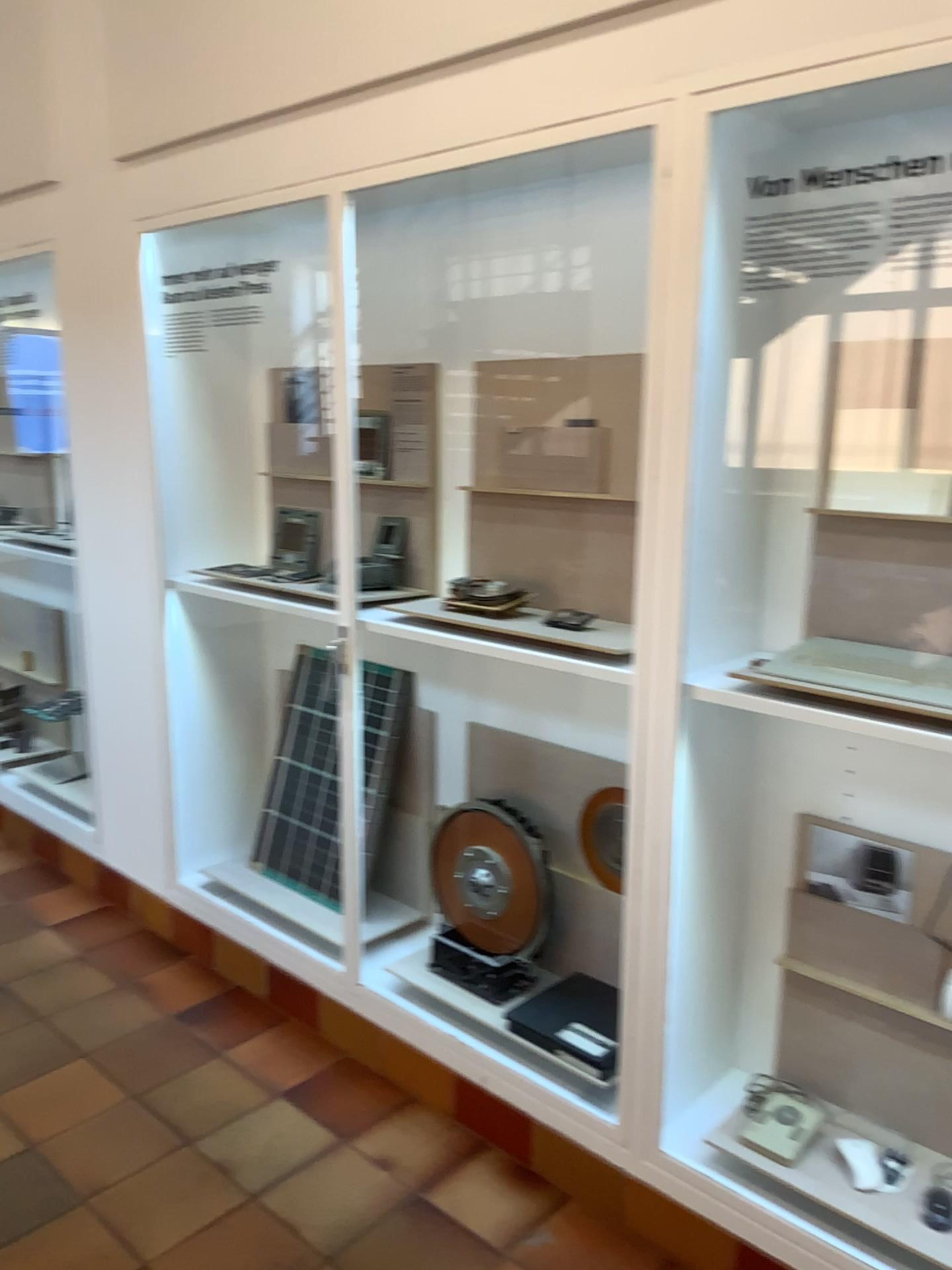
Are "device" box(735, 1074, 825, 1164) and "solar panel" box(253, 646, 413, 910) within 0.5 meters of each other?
no

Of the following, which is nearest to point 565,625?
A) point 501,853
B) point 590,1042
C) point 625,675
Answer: point 625,675

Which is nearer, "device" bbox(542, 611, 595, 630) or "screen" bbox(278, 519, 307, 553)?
"device" bbox(542, 611, 595, 630)

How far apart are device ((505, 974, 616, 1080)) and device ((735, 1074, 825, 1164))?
0.3 meters

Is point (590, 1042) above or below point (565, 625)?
below

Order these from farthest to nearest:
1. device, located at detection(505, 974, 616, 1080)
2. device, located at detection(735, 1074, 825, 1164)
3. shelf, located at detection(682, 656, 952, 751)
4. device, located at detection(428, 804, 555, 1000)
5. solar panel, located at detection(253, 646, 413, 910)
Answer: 1. solar panel, located at detection(253, 646, 413, 910)
2. device, located at detection(428, 804, 555, 1000)
3. device, located at detection(505, 974, 616, 1080)
4. device, located at detection(735, 1074, 825, 1164)
5. shelf, located at detection(682, 656, 952, 751)

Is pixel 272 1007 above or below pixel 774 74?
below

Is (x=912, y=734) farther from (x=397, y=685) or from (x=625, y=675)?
(x=397, y=685)

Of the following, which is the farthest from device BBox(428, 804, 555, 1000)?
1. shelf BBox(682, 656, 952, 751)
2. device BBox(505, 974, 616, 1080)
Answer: shelf BBox(682, 656, 952, 751)

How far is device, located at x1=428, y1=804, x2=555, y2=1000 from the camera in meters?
2.6 m
